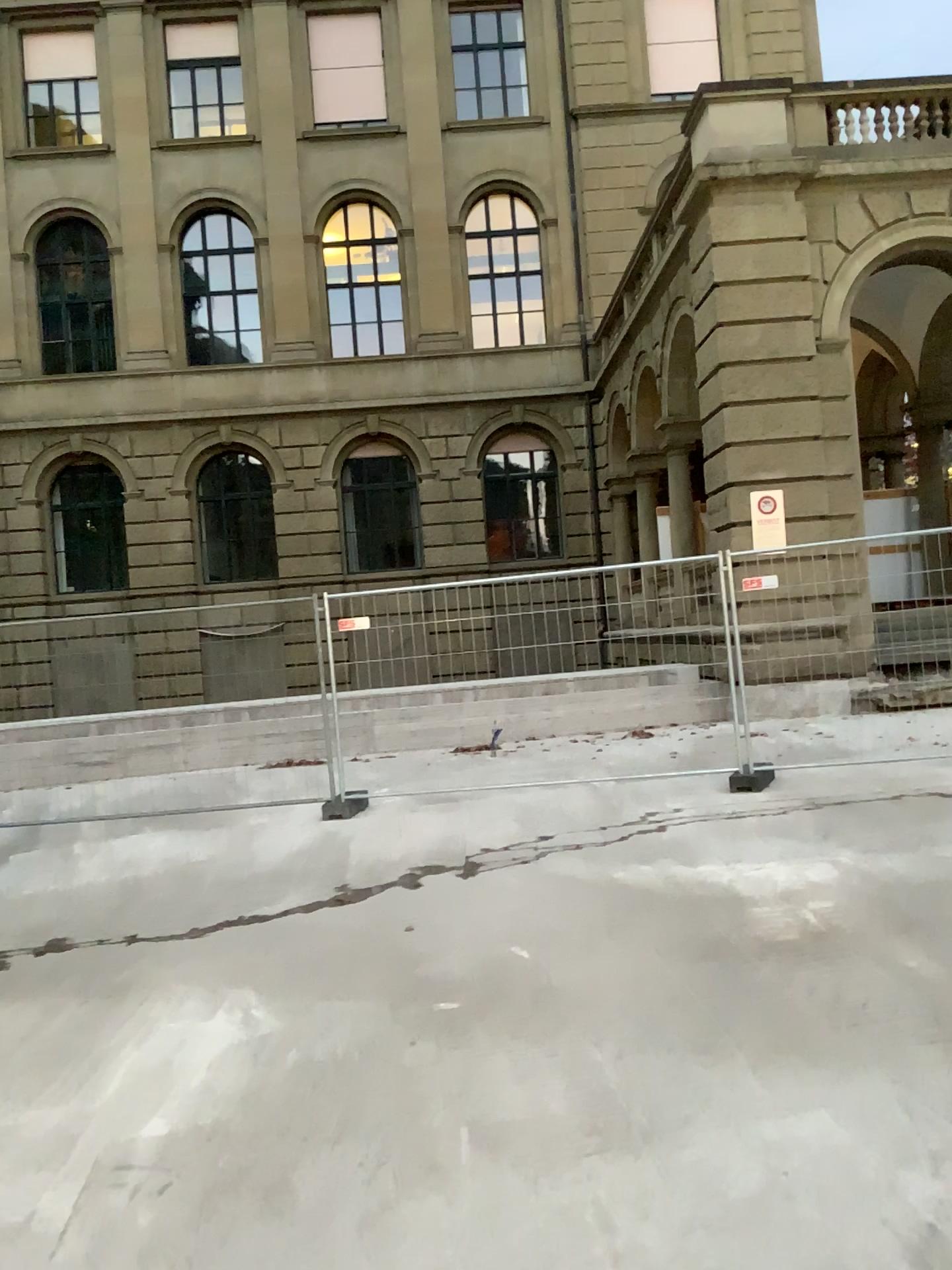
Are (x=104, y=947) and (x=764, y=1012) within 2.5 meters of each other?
no
